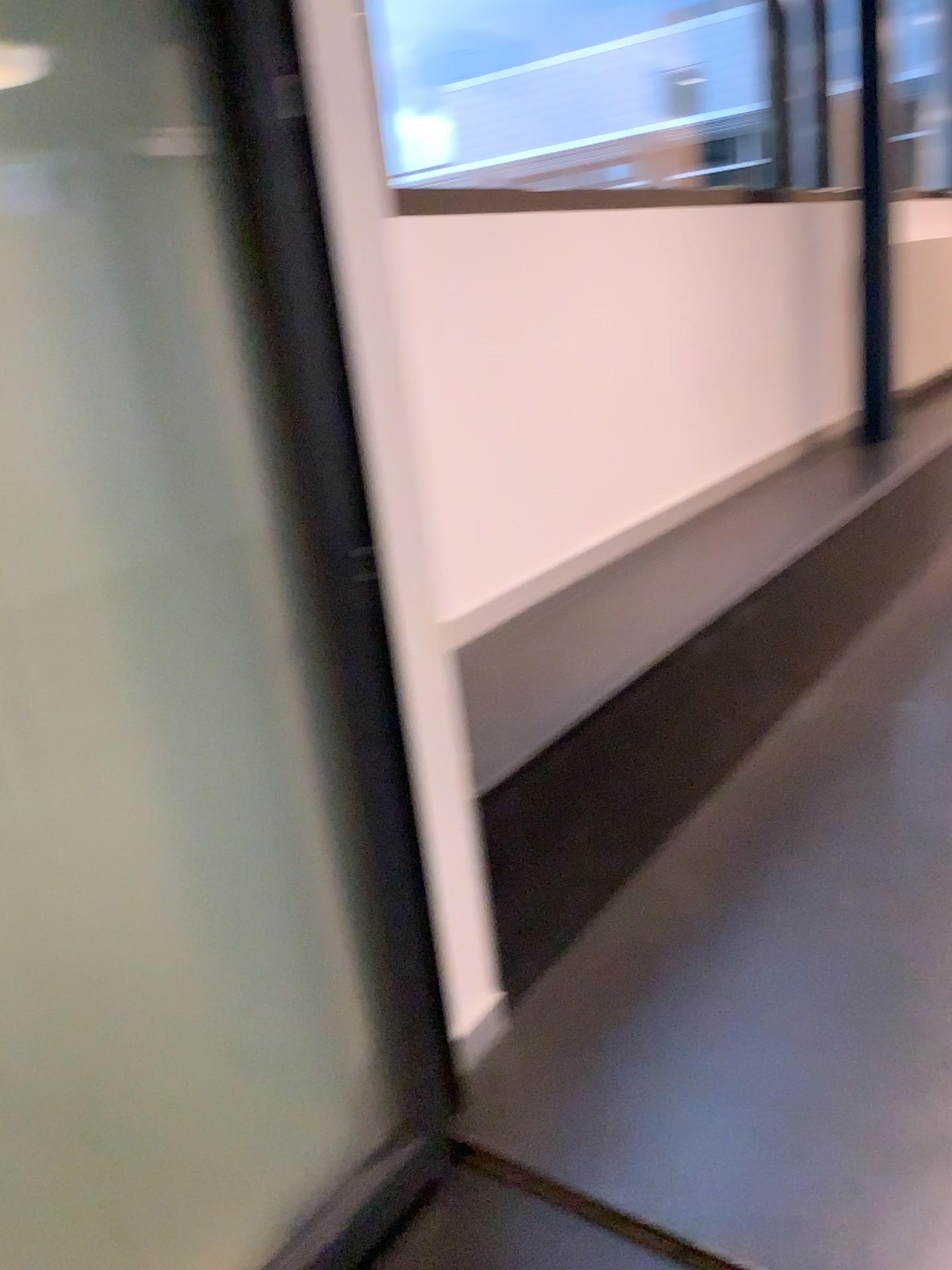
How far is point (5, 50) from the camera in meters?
1.2 m

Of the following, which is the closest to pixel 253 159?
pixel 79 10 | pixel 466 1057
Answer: pixel 79 10

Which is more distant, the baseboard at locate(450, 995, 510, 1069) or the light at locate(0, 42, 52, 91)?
the baseboard at locate(450, 995, 510, 1069)

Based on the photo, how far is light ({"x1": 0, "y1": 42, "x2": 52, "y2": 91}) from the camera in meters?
1.2

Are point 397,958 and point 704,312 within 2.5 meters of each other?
no

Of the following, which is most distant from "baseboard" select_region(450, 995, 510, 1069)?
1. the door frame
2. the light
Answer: the light

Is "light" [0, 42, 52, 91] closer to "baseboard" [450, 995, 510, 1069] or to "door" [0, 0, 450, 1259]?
"door" [0, 0, 450, 1259]

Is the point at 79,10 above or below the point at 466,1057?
above

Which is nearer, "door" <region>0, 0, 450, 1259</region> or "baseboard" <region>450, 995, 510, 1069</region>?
"door" <region>0, 0, 450, 1259</region>

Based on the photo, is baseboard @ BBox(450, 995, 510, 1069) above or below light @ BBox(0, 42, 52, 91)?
below
